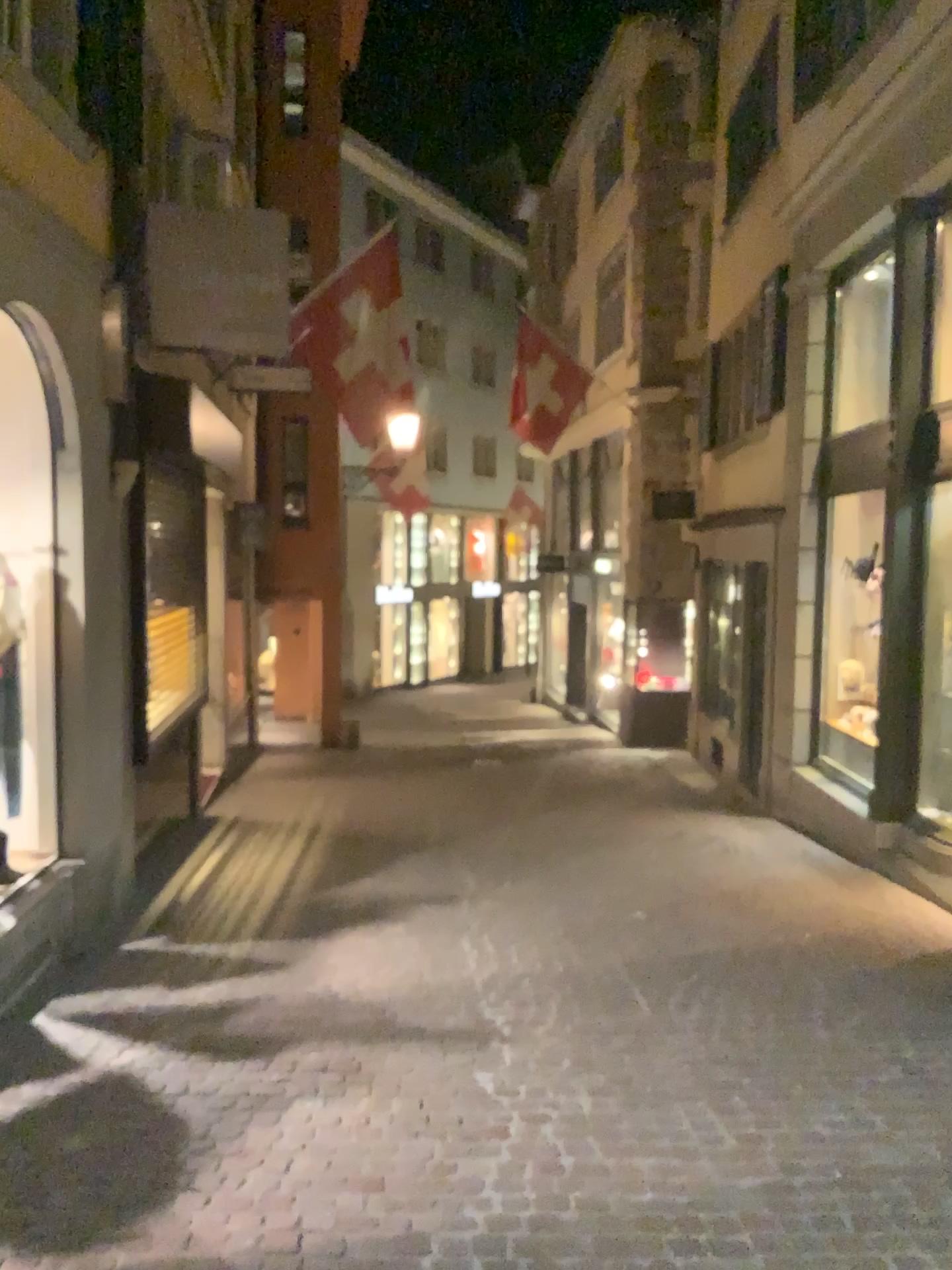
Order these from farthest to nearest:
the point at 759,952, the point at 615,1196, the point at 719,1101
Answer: the point at 759,952, the point at 719,1101, the point at 615,1196
